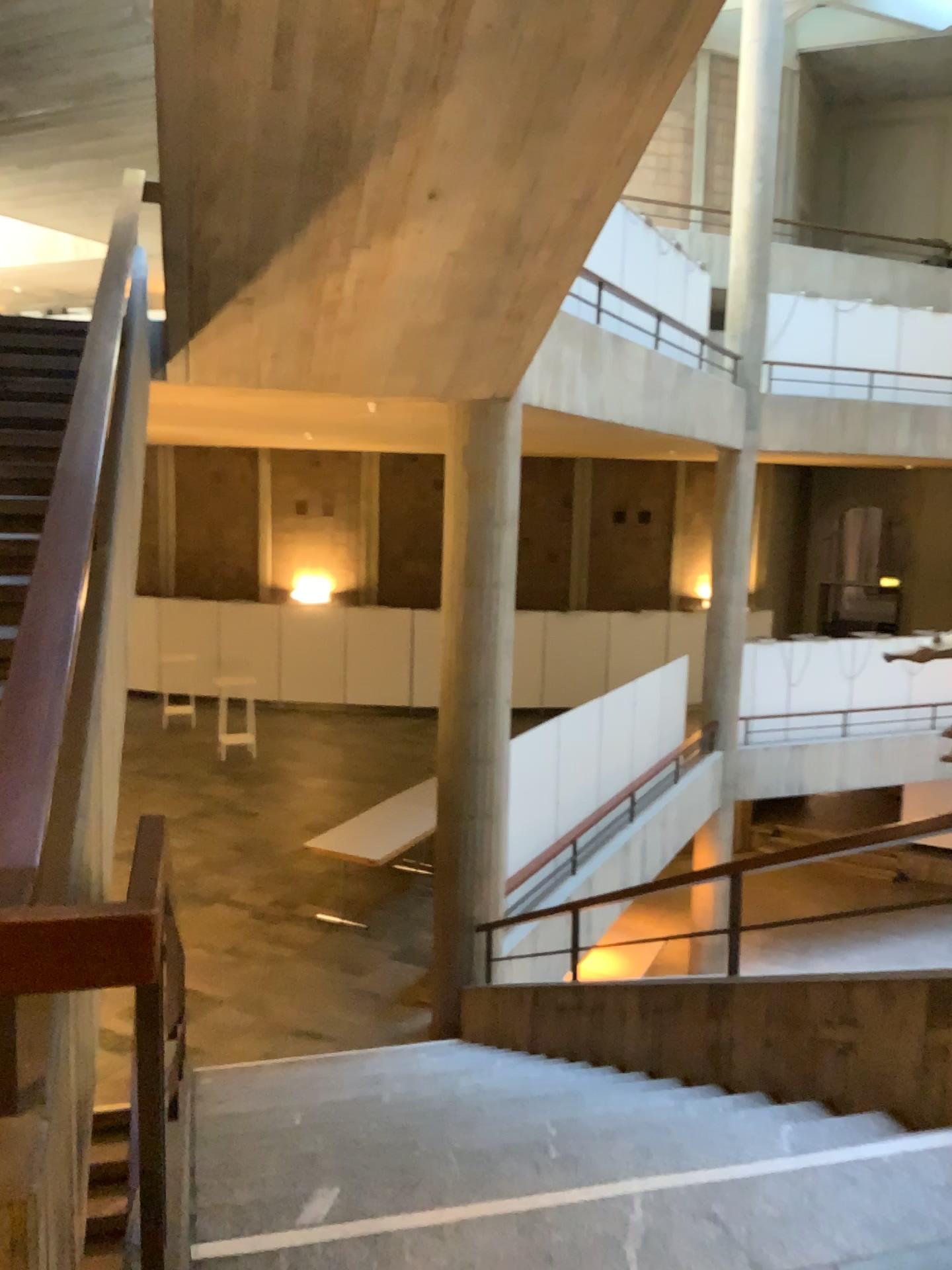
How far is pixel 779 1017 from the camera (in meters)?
3.61
